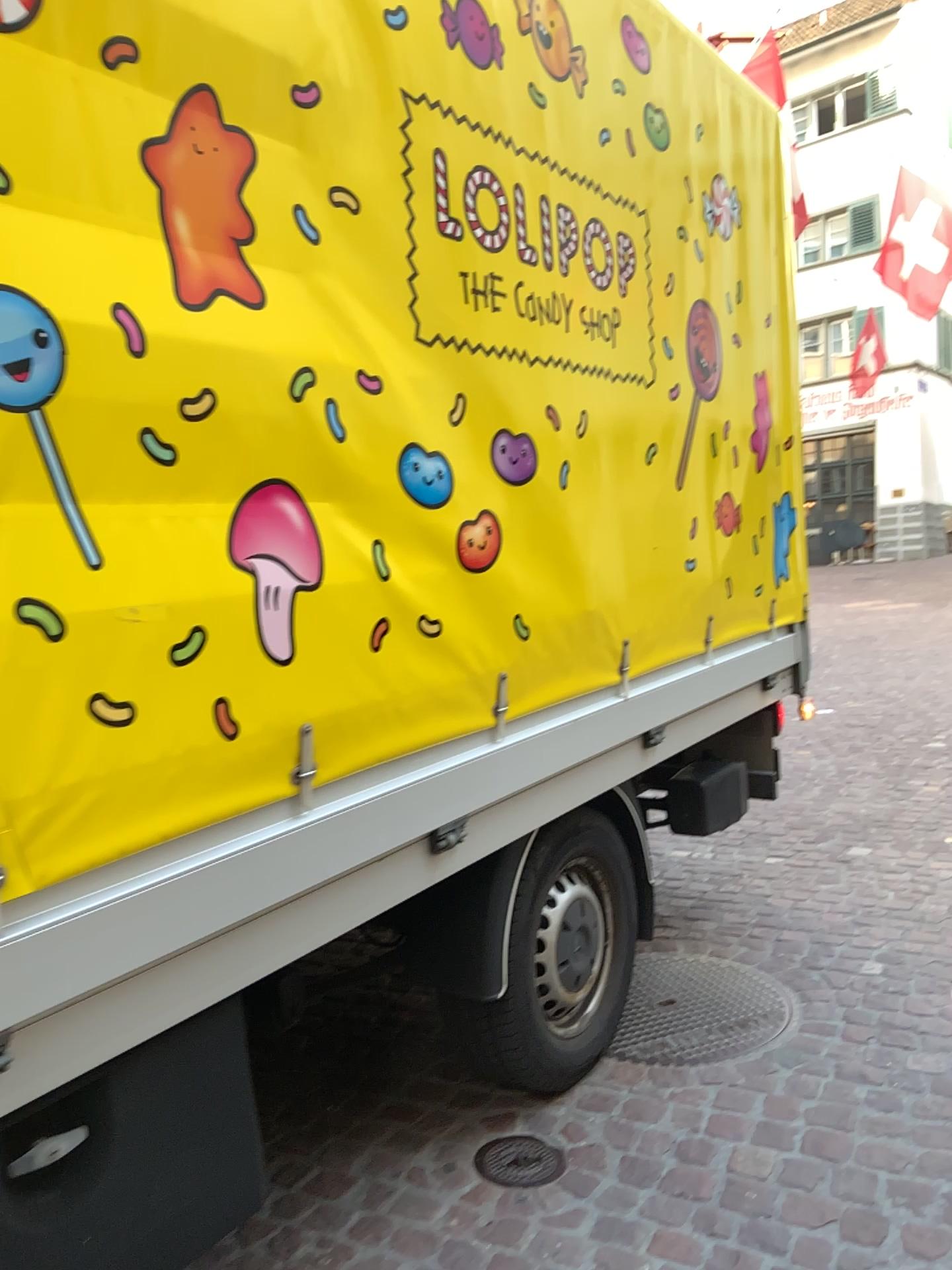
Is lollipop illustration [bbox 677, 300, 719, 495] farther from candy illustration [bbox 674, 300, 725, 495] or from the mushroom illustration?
the mushroom illustration

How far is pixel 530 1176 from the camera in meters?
2.3

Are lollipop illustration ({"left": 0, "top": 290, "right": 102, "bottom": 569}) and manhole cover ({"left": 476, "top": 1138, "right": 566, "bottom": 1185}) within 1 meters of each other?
no

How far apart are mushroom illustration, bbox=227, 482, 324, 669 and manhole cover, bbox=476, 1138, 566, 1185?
1.3 meters

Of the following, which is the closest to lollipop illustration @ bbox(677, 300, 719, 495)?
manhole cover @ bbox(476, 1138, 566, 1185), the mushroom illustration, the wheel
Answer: the wheel

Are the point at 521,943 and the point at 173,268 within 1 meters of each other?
no

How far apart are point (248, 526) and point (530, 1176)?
1.5m

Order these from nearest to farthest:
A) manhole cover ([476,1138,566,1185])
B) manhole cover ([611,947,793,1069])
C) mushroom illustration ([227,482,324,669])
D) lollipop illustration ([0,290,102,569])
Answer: lollipop illustration ([0,290,102,569]) → mushroom illustration ([227,482,324,669]) → manhole cover ([476,1138,566,1185]) → manhole cover ([611,947,793,1069])

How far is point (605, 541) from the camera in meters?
2.6 m

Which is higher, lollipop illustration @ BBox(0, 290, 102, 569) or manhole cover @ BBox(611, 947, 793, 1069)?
lollipop illustration @ BBox(0, 290, 102, 569)
